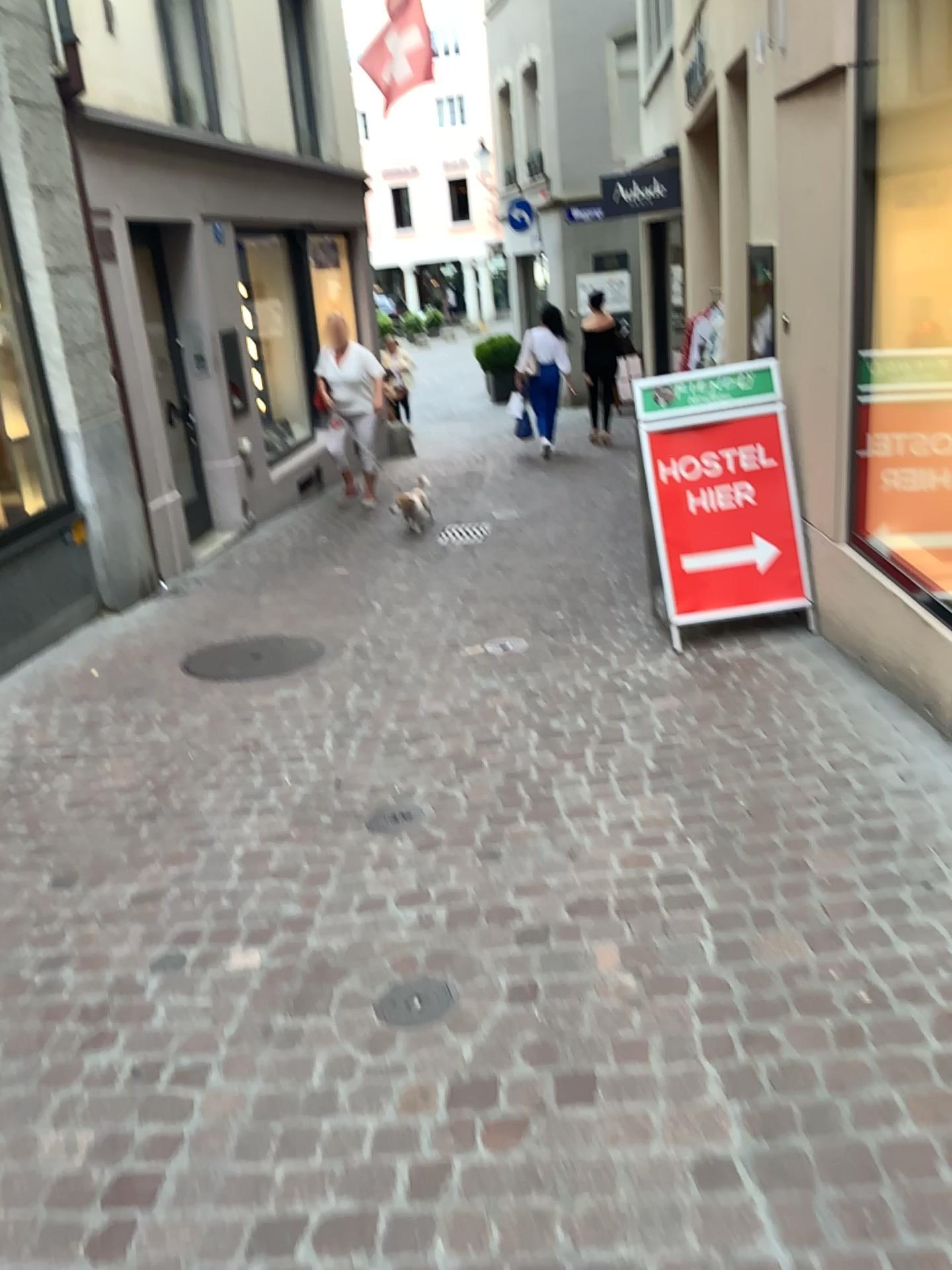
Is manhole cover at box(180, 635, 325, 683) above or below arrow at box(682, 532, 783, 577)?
below

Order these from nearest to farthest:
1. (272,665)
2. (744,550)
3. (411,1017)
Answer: (411,1017) < (744,550) < (272,665)

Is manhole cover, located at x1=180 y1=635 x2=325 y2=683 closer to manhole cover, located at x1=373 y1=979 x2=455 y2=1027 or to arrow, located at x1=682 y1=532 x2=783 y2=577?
arrow, located at x1=682 y1=532 x2=783 y2=577

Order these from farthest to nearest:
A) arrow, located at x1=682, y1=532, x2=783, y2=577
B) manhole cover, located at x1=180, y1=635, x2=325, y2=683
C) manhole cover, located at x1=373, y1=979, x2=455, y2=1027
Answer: manhole cover, located at x1=180, y1=635, x2=325, y2=683 < arrow, located at x1=682, y1=532, x2=783, y2=577 < manhole cover, located at x1=373, y1=979, x2=455, y2=1027

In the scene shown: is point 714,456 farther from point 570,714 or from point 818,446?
point 570,714

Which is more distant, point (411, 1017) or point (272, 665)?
point (272, 665)

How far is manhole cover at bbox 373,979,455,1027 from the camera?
2.4m

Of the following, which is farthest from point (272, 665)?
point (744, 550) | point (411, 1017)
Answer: point (411, 1017)

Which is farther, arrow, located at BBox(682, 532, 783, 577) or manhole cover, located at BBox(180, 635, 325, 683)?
manhole cover, located at BBox(180, 635, 325, 683)

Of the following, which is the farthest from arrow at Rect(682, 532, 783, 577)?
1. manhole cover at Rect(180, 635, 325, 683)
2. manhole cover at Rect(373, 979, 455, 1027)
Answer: manhole cover at Rect(373, 979, 455, 1027)
